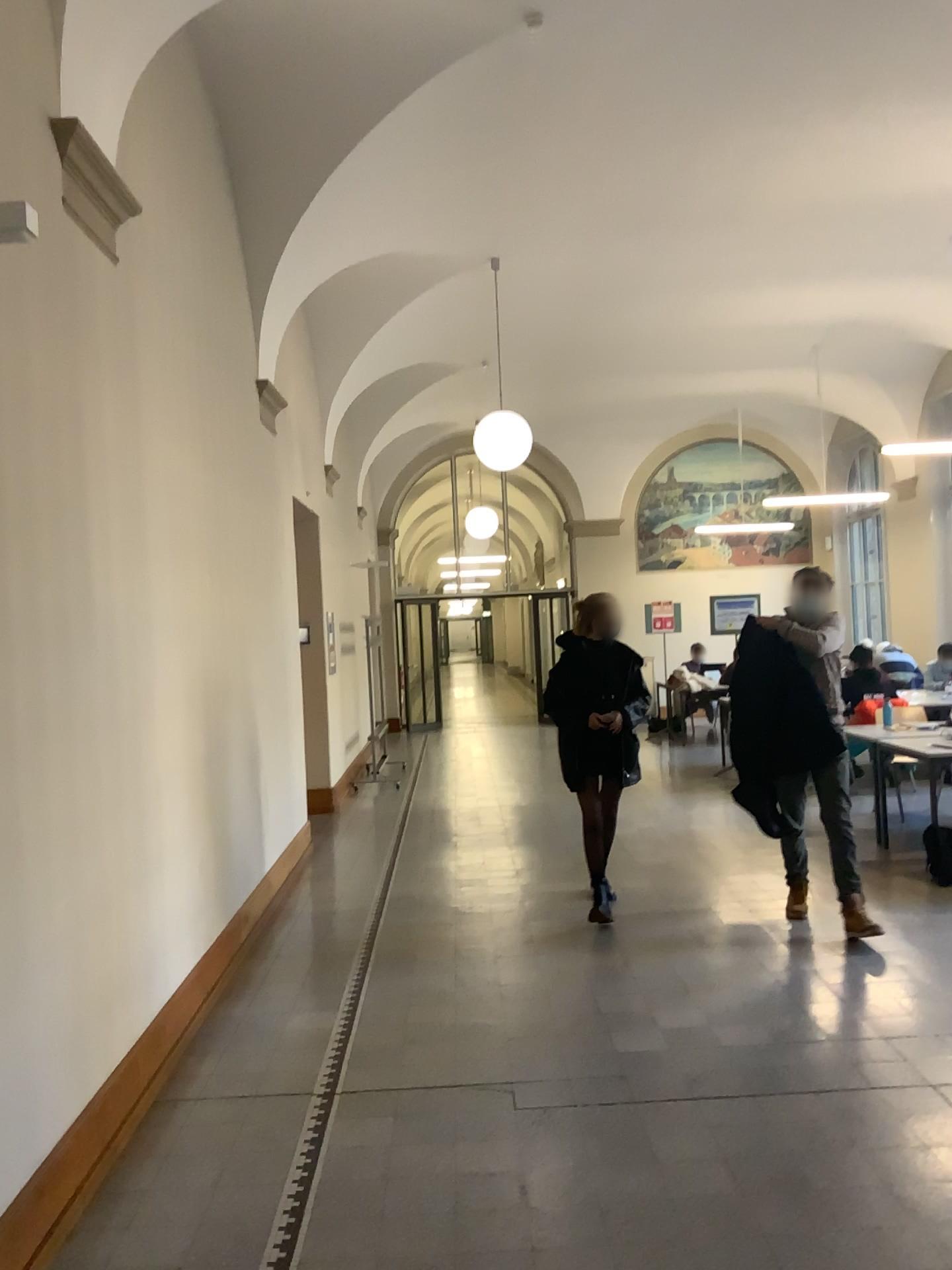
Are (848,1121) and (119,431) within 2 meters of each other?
no
